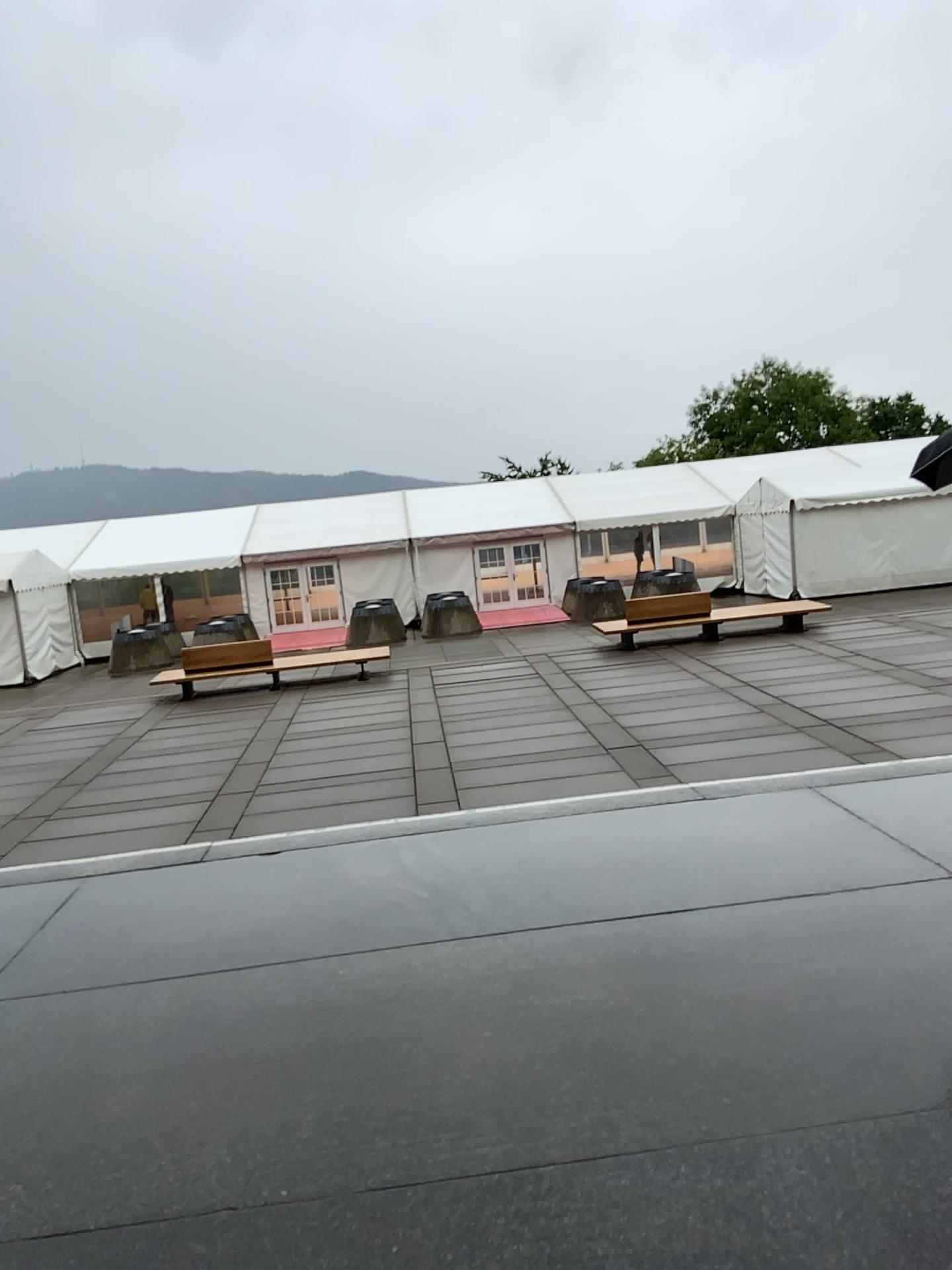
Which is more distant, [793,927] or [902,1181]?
[793,927]
